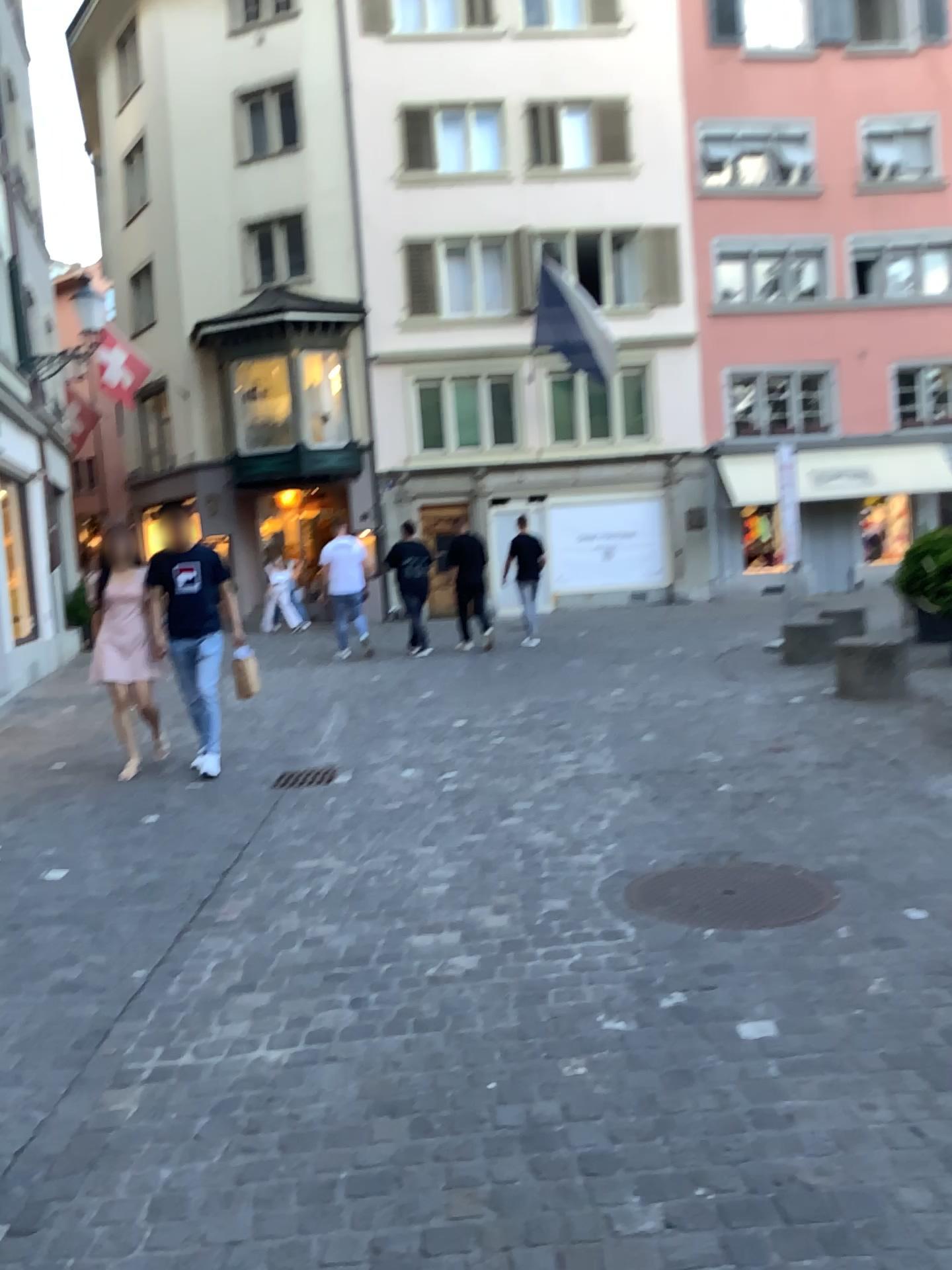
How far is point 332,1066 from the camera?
2.7 meters
